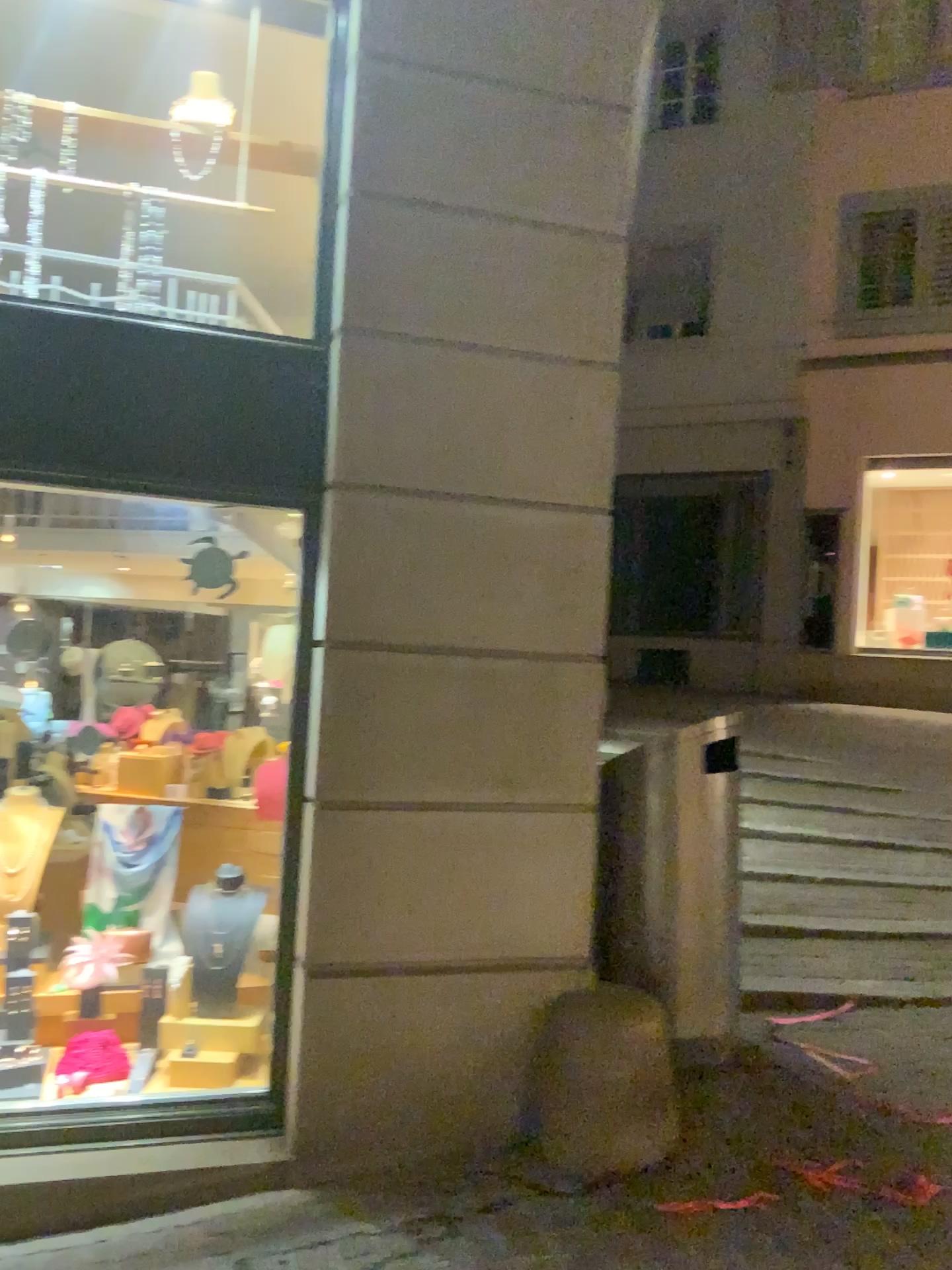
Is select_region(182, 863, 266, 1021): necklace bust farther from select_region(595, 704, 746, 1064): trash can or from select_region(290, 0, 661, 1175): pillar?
select_region(595, 704, 746, 1064): trash can

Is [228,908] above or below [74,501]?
below

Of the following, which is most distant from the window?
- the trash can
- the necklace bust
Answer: the trash can

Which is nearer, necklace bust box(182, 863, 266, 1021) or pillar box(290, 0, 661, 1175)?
pillar box(290, 0, 661, 1175)

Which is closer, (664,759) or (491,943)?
(491,943)

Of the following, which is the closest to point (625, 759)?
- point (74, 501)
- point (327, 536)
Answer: point (327, 536)

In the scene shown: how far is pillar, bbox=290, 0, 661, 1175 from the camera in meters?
3.1 m

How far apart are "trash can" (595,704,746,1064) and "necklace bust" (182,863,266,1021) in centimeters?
114cm

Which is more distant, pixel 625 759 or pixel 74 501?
pixel 625 759

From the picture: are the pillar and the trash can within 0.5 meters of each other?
yes
